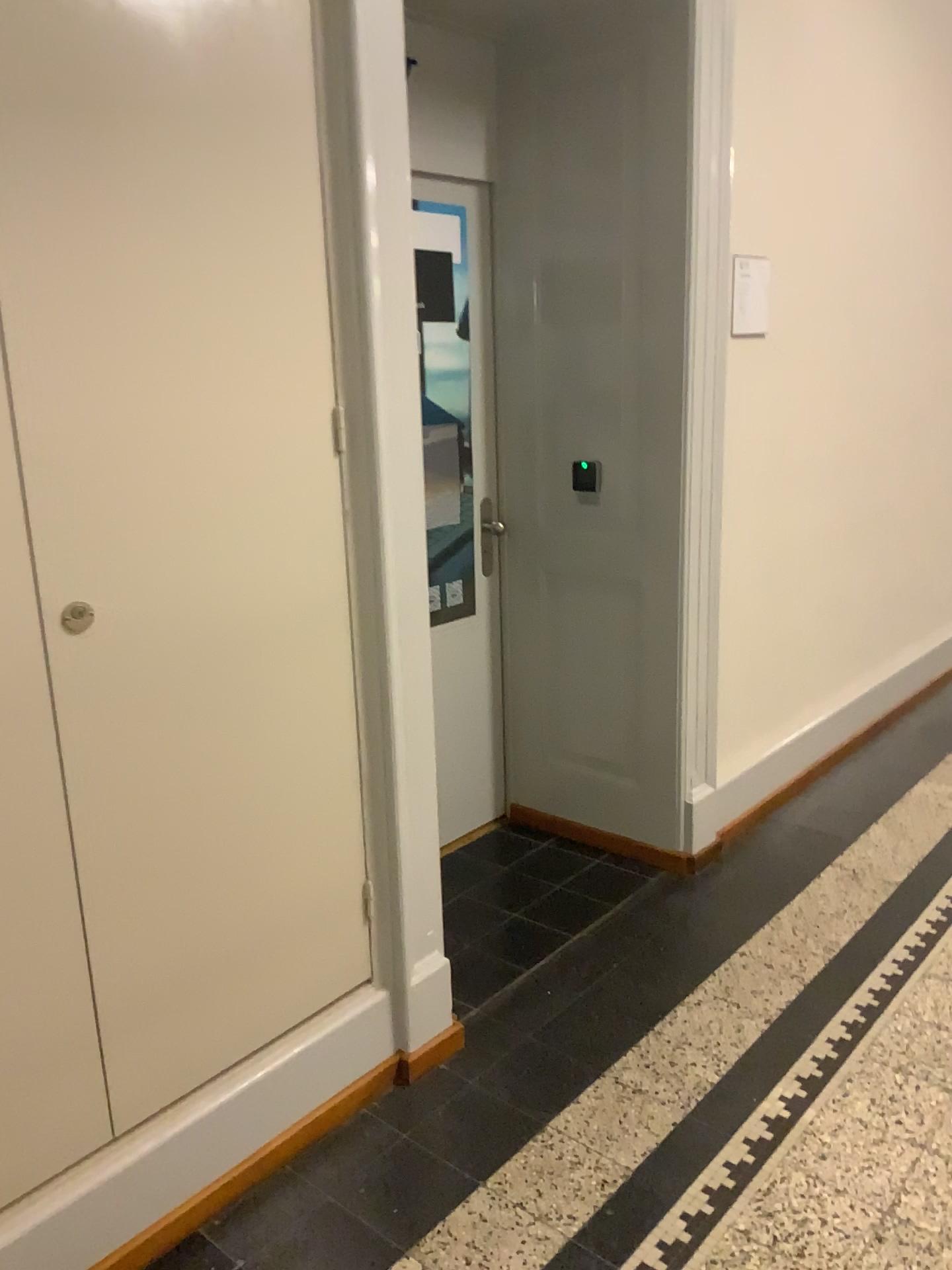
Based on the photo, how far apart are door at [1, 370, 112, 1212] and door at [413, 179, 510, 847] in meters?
1.7 m

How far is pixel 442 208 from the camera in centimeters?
296cm

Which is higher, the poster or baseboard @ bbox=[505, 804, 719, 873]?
the poster

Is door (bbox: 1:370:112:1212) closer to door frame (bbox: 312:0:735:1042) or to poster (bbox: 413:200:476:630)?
door frame (bbox: 312:0:735:1042)

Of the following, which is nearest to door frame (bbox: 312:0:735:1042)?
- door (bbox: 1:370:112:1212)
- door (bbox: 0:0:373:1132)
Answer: door (bbox: 0:0:373:1132)

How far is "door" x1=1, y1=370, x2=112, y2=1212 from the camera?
1.52m

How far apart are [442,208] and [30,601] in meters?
1.9 m

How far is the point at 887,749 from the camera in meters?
4.0

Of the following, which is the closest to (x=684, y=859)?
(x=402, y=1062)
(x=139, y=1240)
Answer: (x=402, y=1062)

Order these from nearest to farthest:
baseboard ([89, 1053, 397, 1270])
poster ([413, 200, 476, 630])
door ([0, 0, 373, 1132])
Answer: door ([0, 0, 373, 1132]), baseboard ([89, 1053, 397, 1270]), poster ([413, 200, 476, 630])
